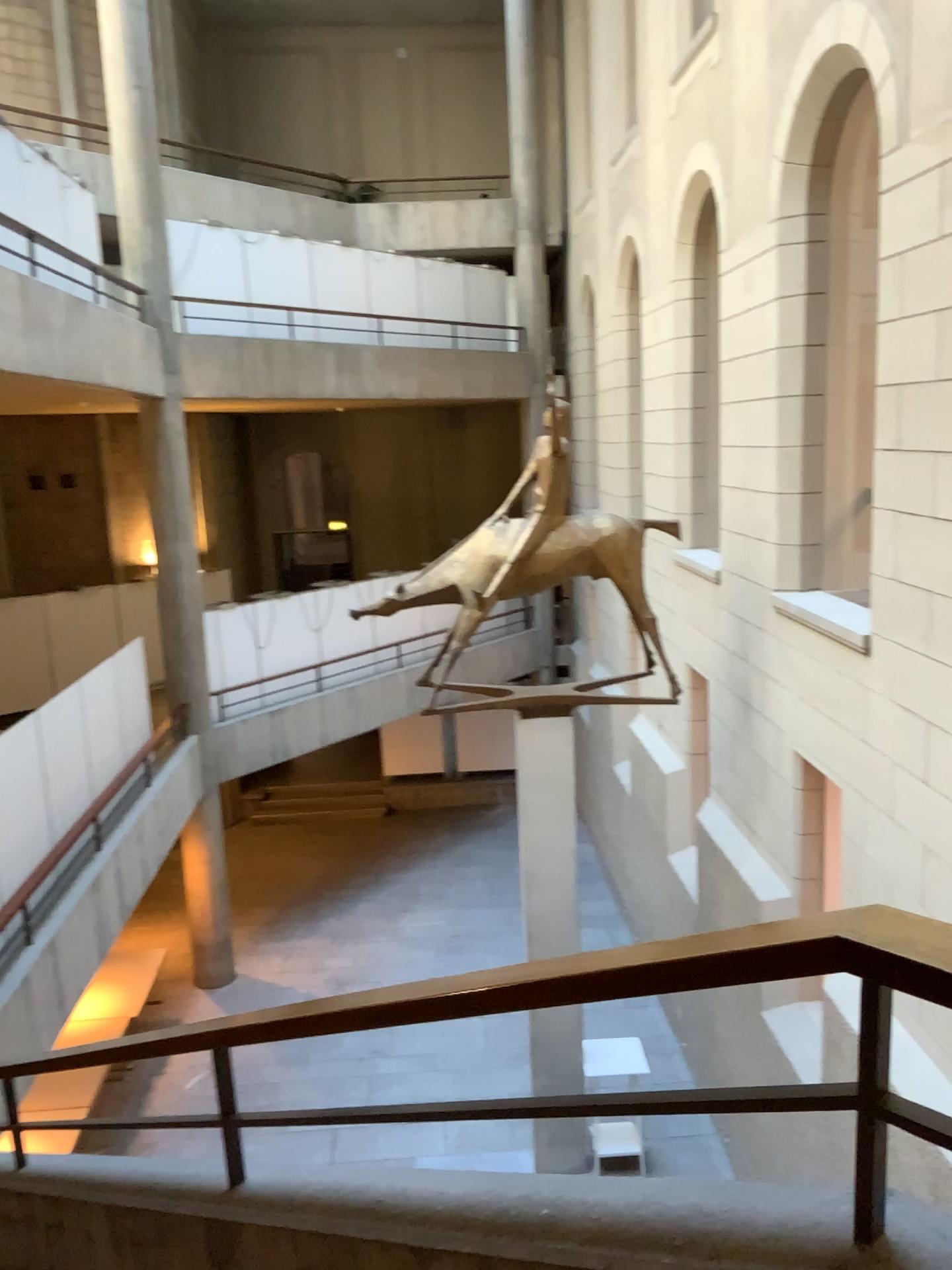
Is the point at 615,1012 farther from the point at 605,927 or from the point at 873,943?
the point at 873,943
